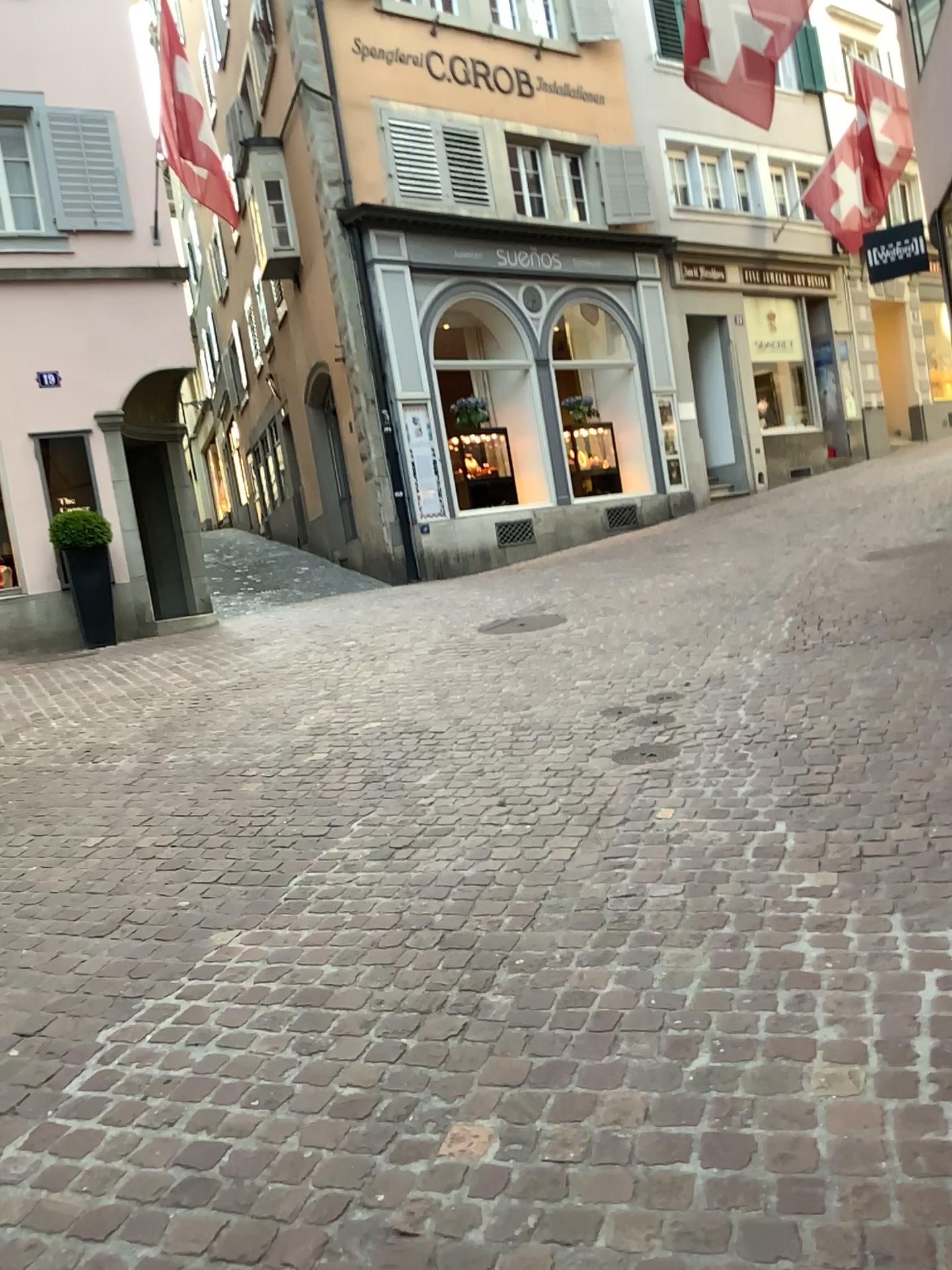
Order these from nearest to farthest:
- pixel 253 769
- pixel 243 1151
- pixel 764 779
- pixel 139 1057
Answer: pixel 243 1151
pixel 139 1057
pixel 764 779
pixel 253 769
